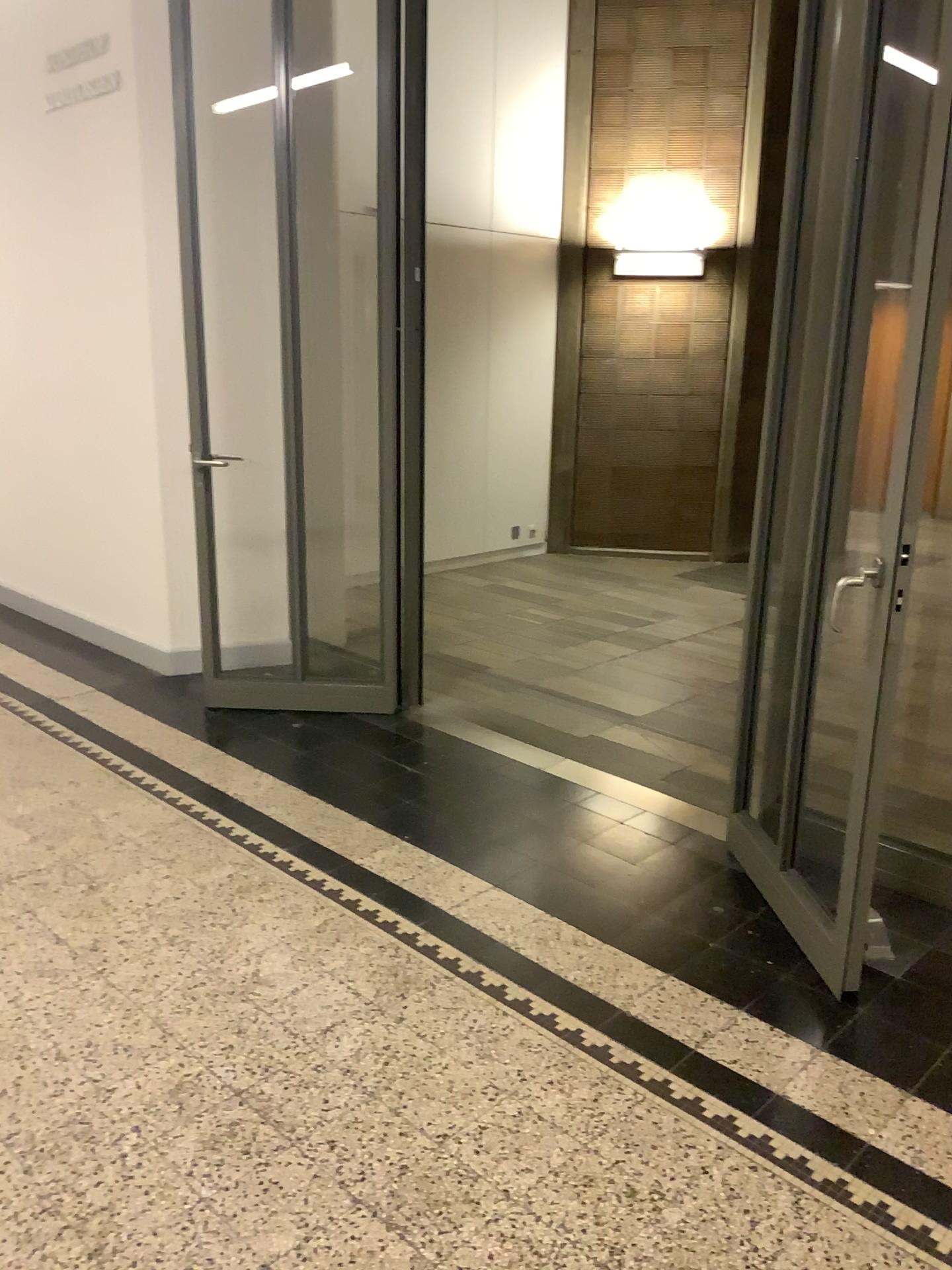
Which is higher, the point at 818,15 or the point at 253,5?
the point at 253,5

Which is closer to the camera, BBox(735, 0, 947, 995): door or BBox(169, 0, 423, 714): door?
BBox(735, 0, 947, 995): door

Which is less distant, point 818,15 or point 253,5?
point 818,15

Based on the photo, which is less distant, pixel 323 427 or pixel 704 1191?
pixel 704 1191
